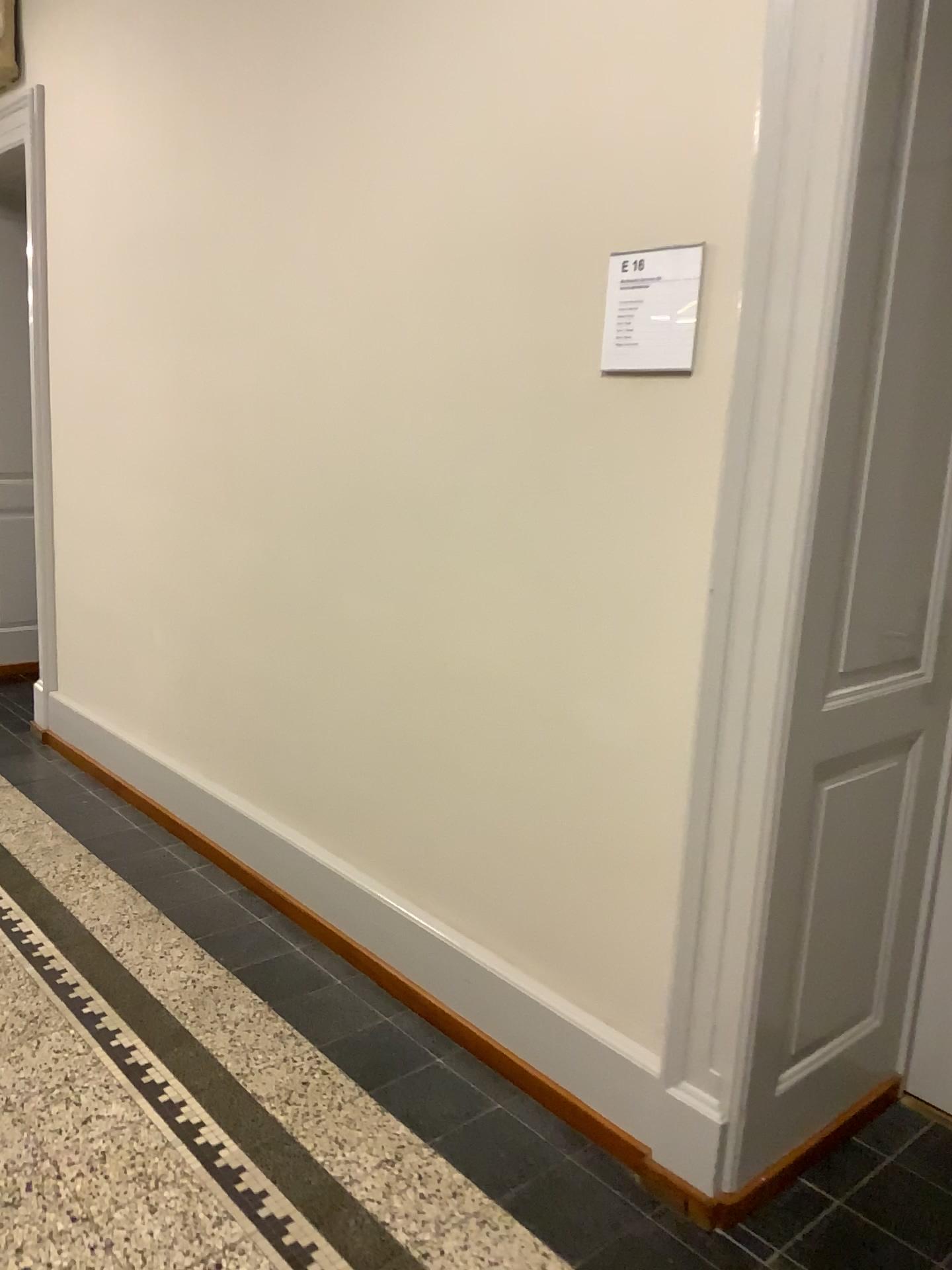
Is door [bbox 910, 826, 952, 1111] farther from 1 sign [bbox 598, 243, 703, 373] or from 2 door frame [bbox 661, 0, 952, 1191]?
1 sign [bbox 598, 243, 703, 373]

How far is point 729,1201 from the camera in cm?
193

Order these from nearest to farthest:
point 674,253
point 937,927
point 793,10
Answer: point 793,10
point 674,253
point 937,927

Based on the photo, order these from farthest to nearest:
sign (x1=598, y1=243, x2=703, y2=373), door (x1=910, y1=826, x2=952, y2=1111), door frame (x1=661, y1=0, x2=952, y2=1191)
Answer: door (x1=910, y1=826, x2=952, y2=1111)
sign (x1=598, y1=243, x2=703, y2=373)
door frame (x1=661, y1=0, x2=952, y2=1191)

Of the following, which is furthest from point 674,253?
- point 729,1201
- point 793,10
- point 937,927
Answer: point 729,1201

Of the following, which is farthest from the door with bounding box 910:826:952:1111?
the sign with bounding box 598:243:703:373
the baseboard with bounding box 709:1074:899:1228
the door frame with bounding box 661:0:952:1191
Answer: the sign with bounding box 598:243:703:373

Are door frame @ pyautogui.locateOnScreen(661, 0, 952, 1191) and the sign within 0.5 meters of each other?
yes

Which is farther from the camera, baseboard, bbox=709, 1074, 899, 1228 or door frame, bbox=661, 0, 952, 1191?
baseboard, bbox=709, 1074, 899, 1228

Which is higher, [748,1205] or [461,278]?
[461,278]

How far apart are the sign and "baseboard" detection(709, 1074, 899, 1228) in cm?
151
